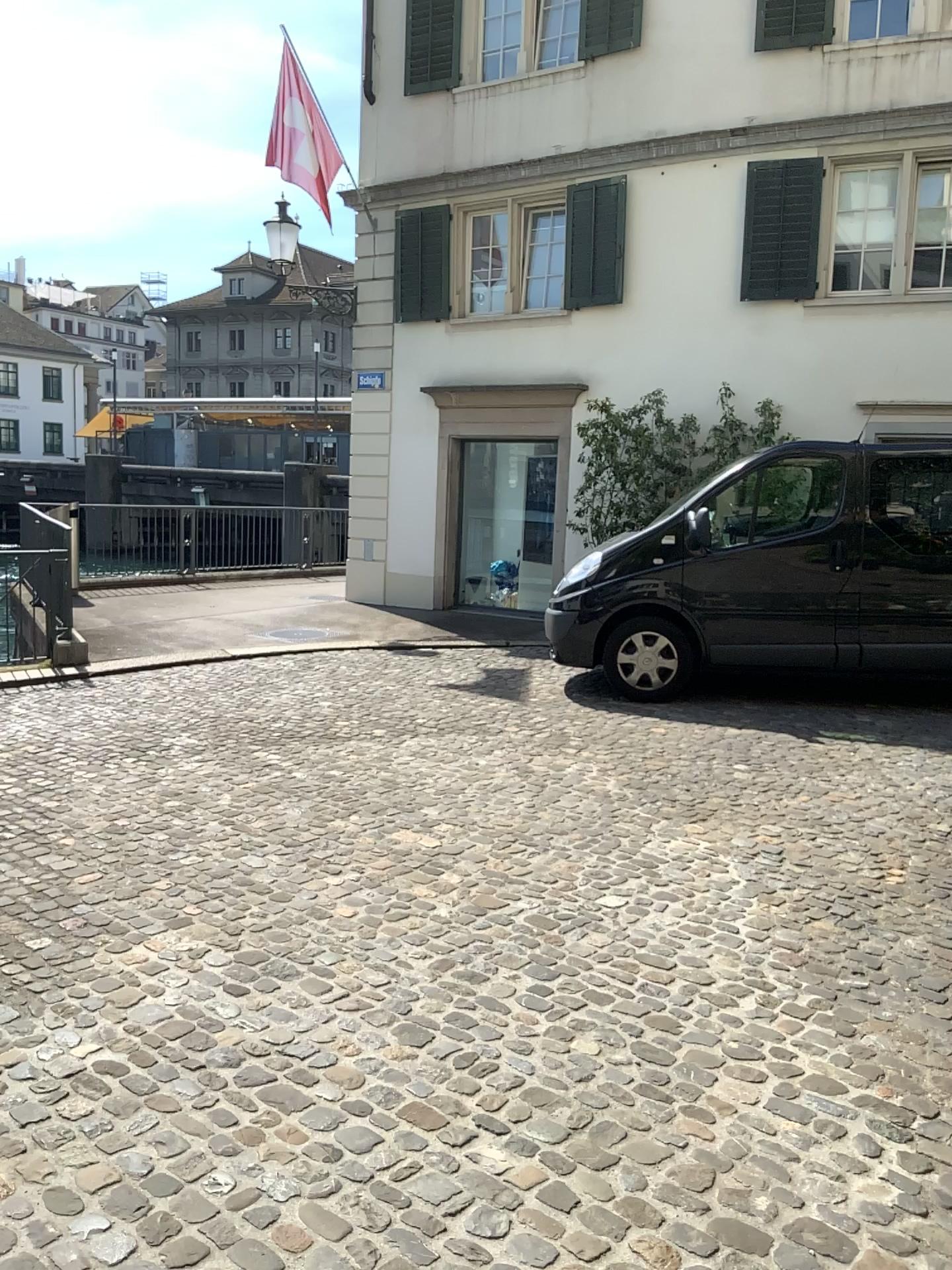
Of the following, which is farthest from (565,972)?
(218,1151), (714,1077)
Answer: (218,1151)
